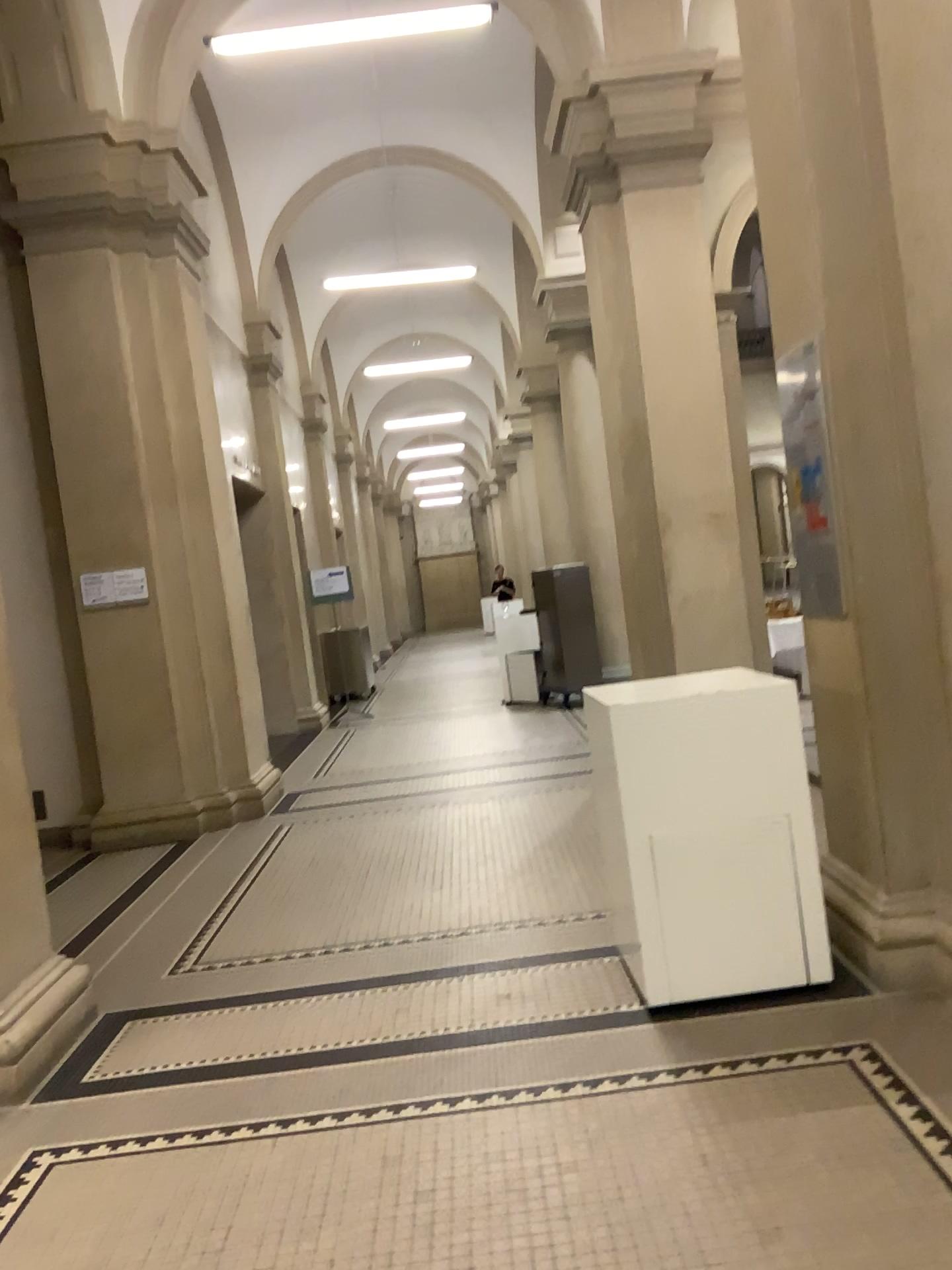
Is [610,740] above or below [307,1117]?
above
